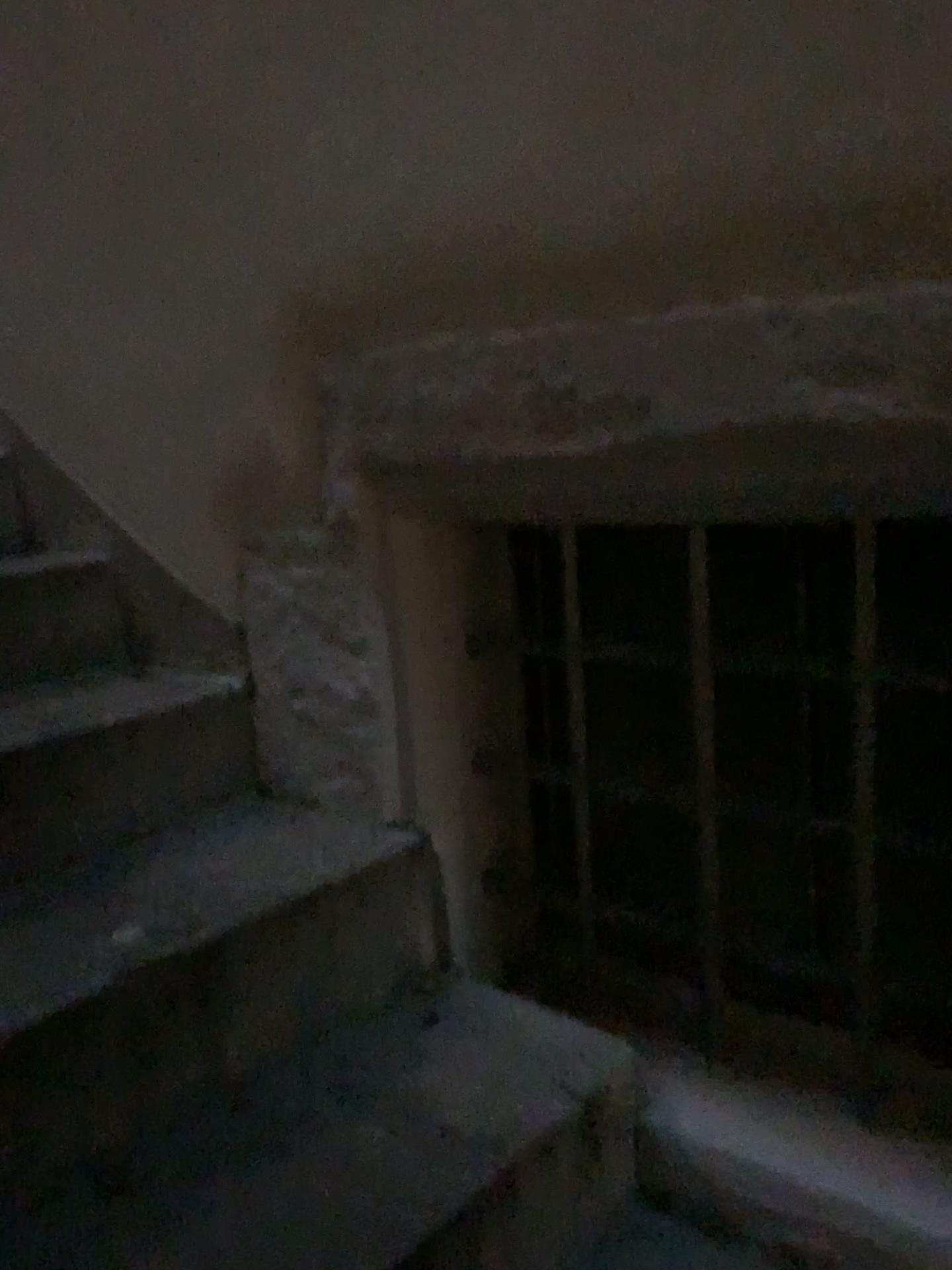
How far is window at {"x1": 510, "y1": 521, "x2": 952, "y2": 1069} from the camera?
1.1m

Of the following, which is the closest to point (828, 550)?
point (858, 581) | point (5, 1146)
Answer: point (858, 581)

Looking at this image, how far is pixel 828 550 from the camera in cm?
105

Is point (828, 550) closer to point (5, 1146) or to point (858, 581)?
point (858, 581)

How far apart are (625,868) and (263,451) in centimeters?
73cm
